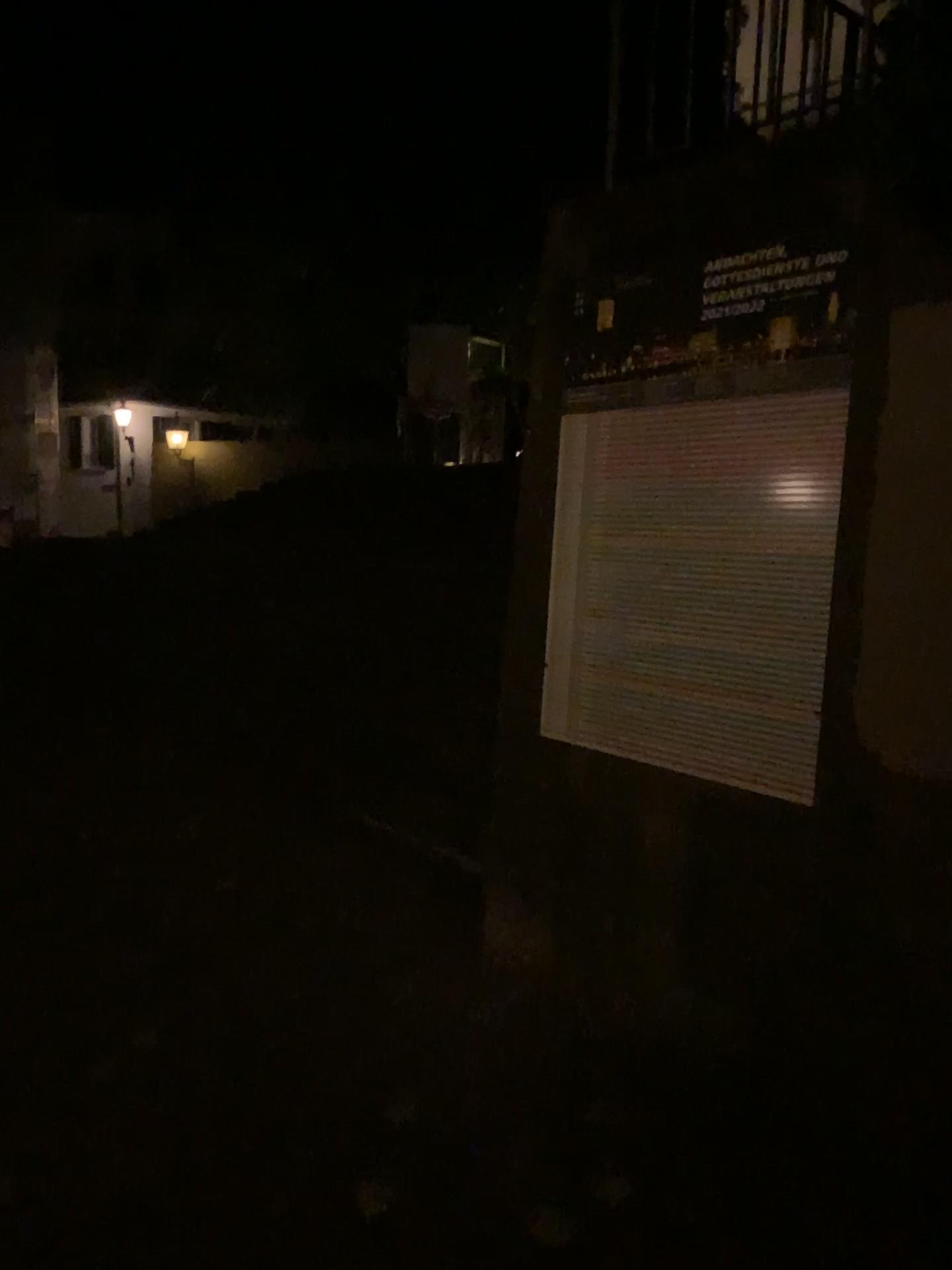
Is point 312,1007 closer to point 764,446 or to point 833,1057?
point 833,1057
